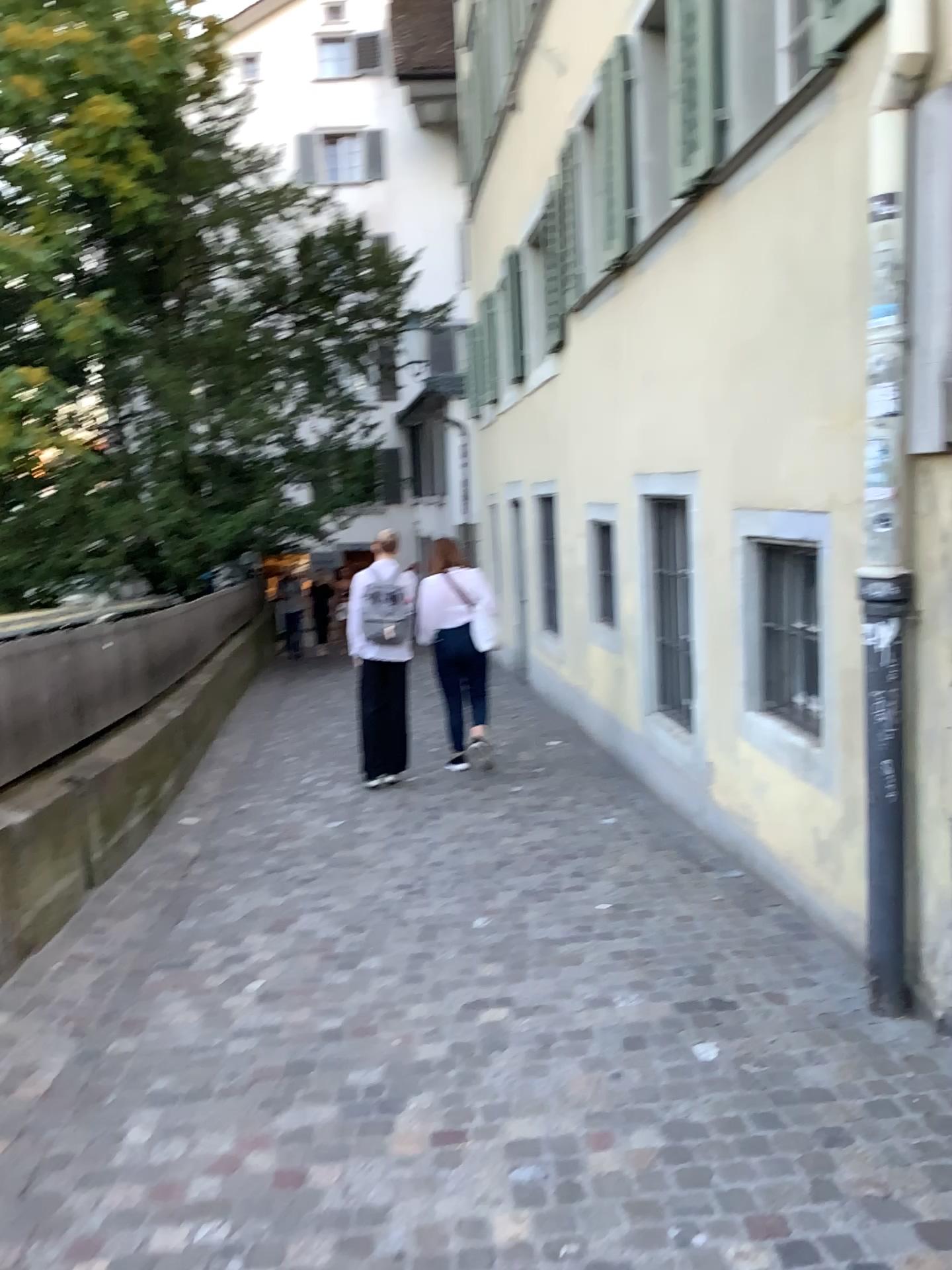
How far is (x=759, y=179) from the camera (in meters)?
4.23
